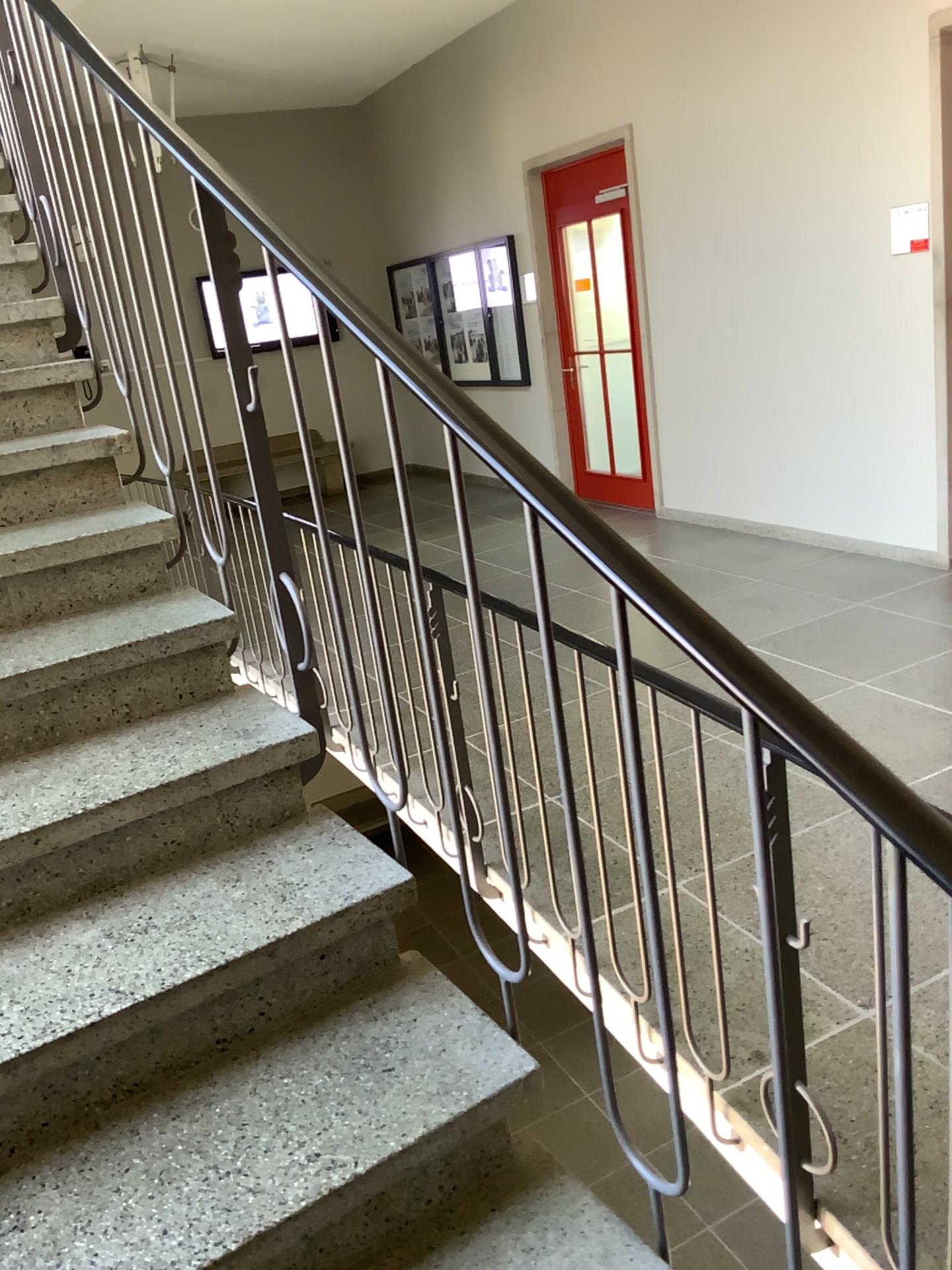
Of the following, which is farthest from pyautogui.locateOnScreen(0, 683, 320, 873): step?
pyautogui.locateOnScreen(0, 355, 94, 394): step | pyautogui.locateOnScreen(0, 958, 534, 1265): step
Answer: pyautogui.locateOnScreen(0, 355, 94, 394): step

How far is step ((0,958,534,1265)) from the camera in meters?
1.2

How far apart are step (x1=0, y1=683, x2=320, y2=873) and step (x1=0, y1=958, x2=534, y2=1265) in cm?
41

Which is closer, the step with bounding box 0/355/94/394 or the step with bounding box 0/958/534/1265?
the step with bounding box 0/958/534/1265

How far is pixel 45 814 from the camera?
1.6 meters

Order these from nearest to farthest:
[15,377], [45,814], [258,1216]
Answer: [258,1216] < [45,814] < [15,377]

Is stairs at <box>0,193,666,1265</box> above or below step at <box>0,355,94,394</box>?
below

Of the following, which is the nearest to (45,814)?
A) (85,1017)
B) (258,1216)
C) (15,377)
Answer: (85,1017)

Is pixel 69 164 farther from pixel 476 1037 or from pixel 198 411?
pixel 476 1037

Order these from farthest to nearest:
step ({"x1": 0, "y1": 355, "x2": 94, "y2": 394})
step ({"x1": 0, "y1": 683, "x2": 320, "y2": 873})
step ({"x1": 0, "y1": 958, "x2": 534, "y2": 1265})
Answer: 1. step ({"x1": 0, "y1": 355, "x2": 94, "y2": 394})
2. step ({"x1": 0, "y1": 683, "x2": 320, "y2": 873})
3. step ({"x1": 0, "y1": 958, "x2": 534, "y2": 1265})
